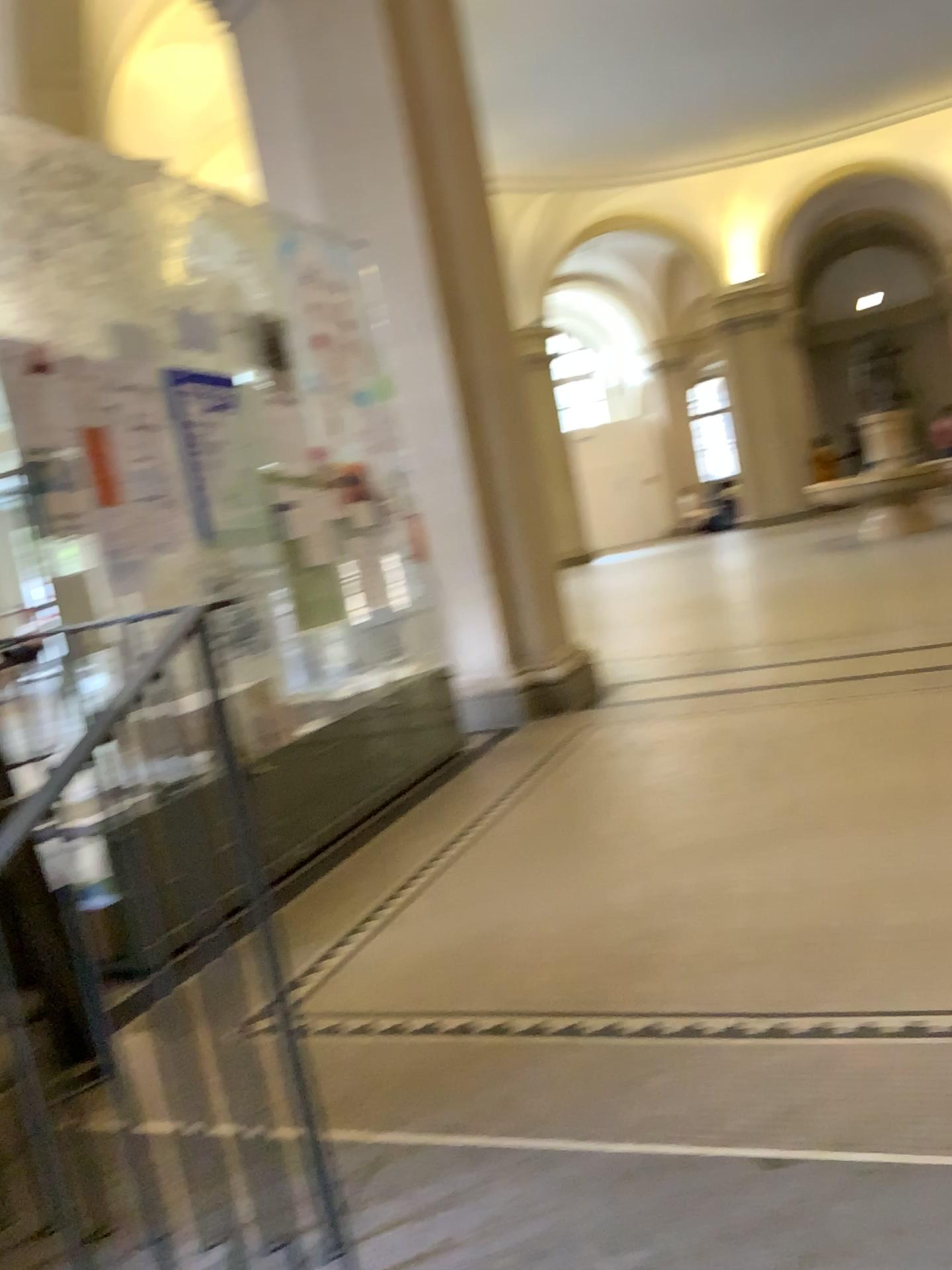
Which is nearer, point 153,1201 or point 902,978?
point 153,1201
